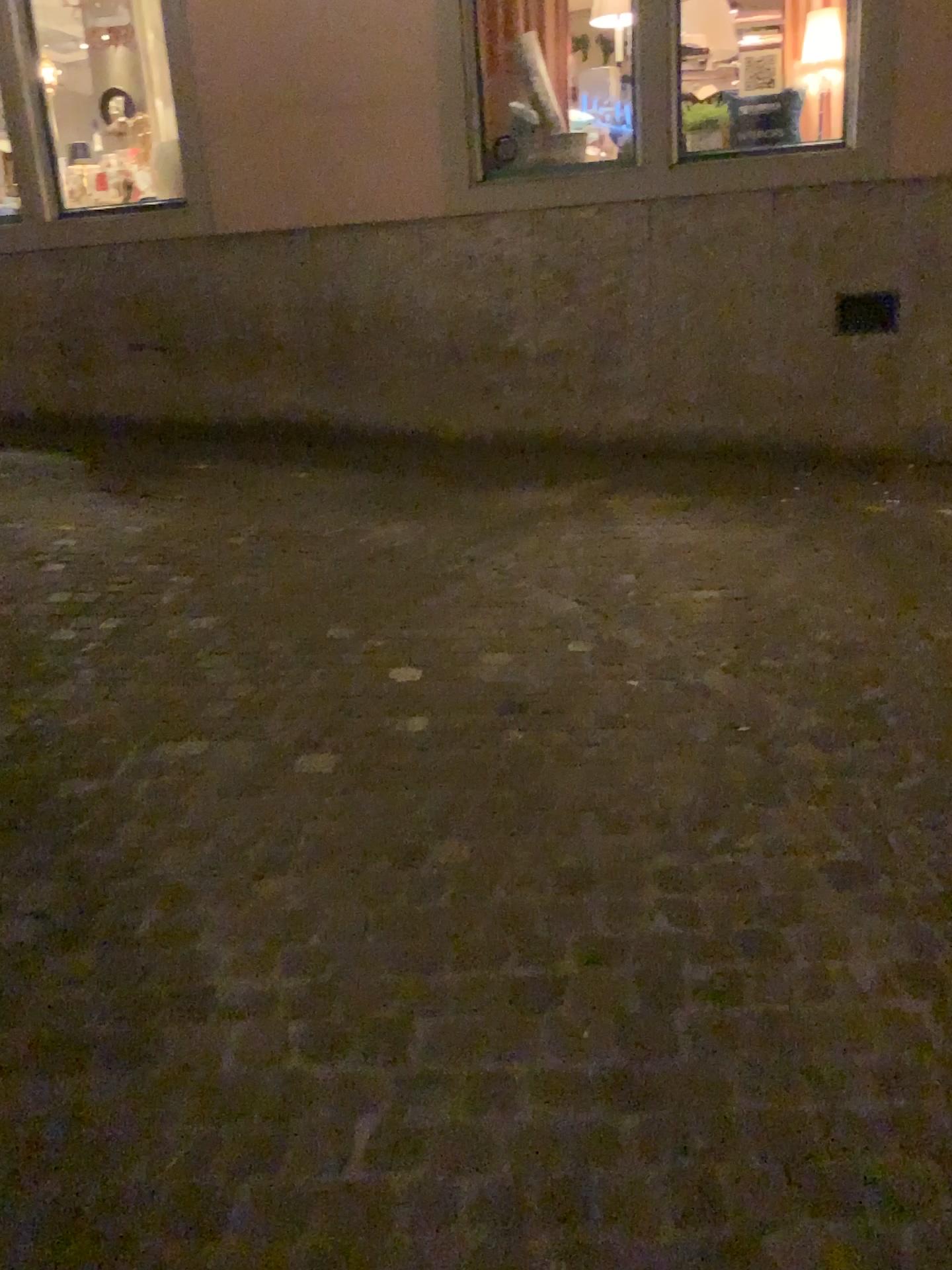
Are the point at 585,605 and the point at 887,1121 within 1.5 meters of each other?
no
